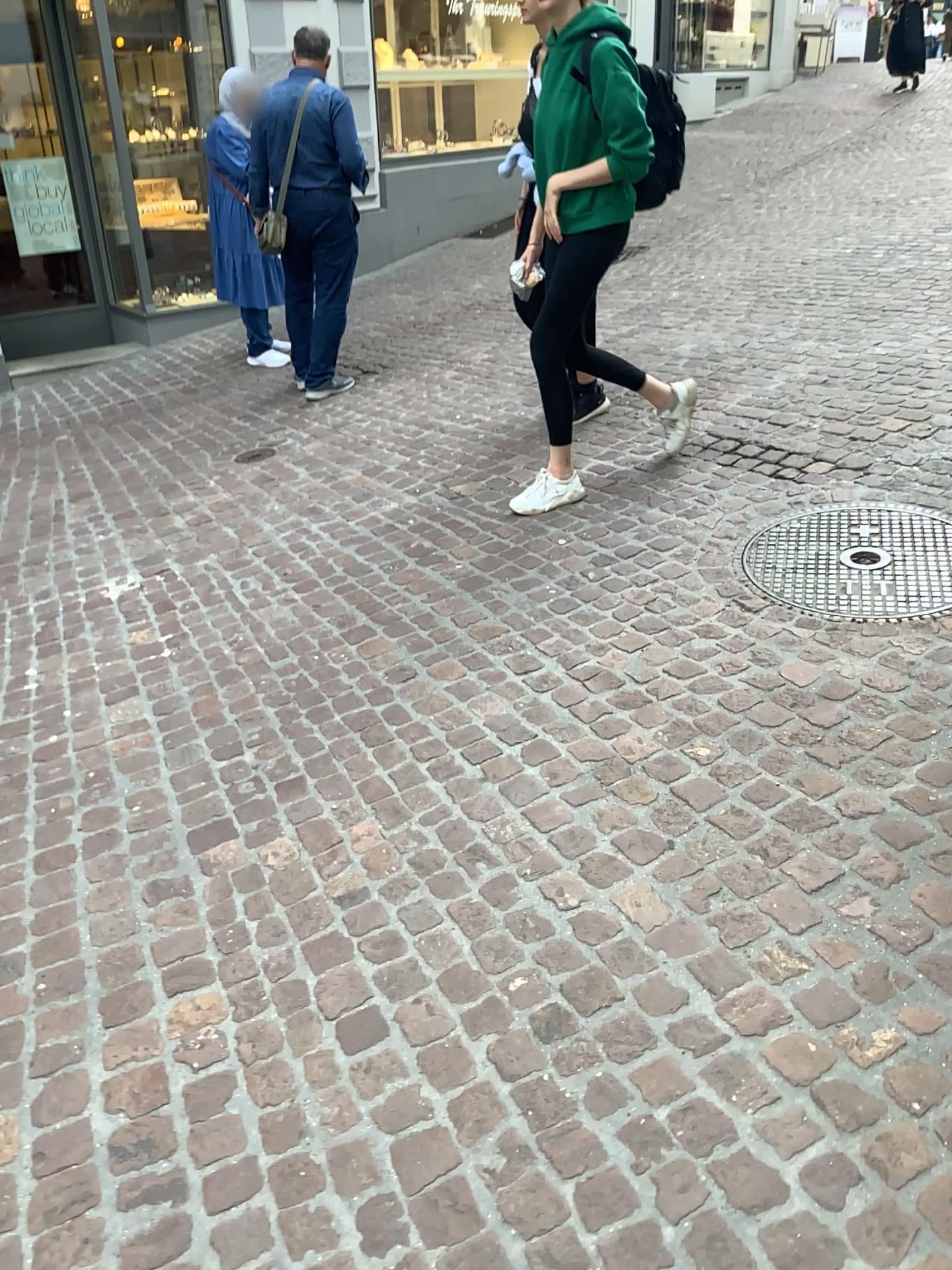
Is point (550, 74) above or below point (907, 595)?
above

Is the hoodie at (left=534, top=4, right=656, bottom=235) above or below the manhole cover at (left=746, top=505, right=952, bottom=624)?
above

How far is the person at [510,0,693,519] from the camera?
3.19m

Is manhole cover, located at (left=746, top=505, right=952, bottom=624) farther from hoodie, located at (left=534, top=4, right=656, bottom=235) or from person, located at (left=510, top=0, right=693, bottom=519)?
hoodie, located at (left=534, top=4, right=656, bottom=235)

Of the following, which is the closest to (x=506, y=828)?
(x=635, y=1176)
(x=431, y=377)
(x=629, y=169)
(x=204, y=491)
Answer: (x=635, y=1176)

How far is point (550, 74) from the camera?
3.2 meters

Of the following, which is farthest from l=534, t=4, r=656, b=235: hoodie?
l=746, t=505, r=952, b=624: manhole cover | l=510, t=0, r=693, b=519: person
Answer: l=746, t=505, r=952, b=624: manhole cover

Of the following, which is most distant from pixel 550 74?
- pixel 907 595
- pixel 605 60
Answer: pixel 907 595
